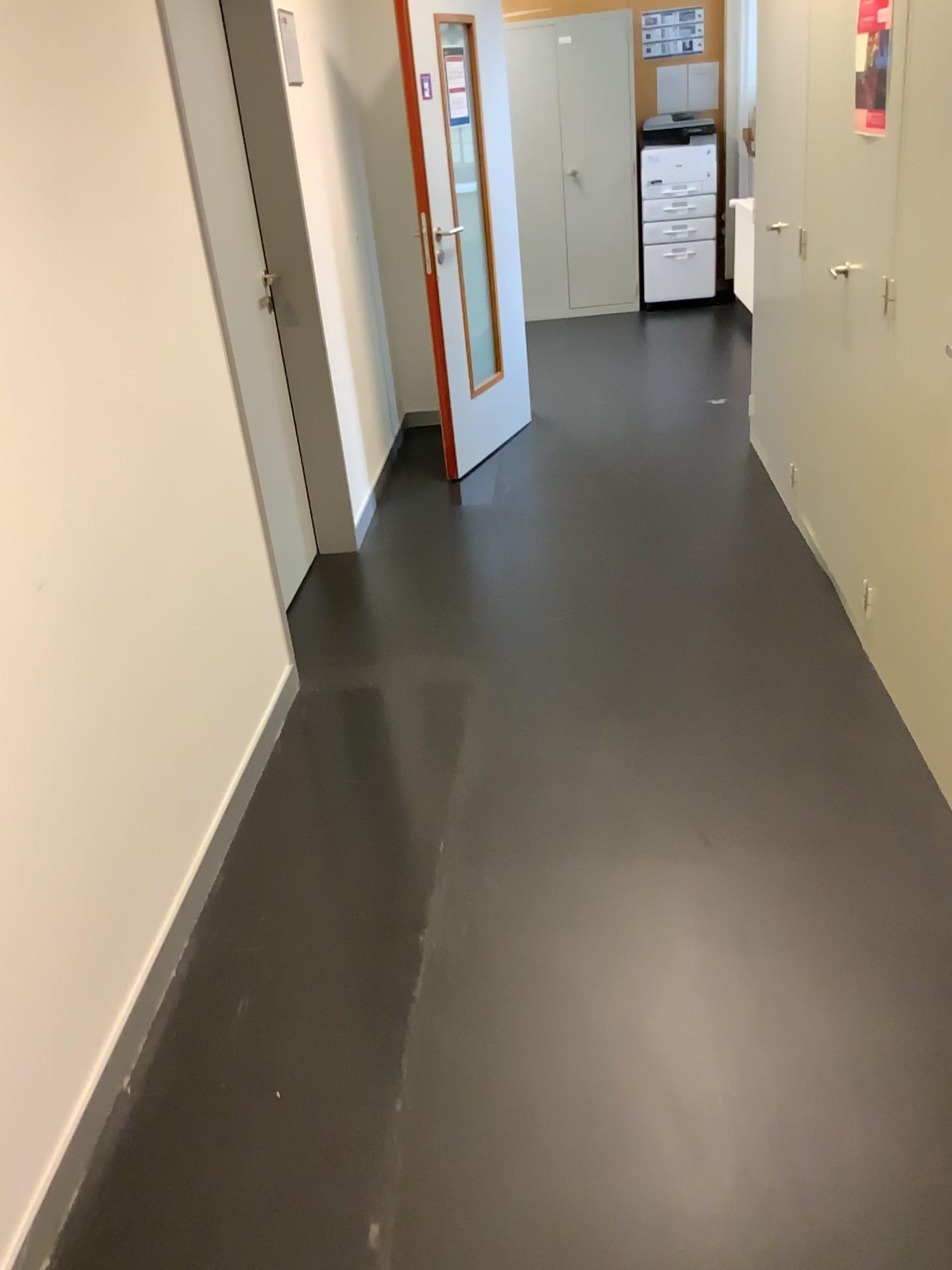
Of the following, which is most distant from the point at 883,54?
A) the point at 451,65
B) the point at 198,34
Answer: the point at 451,65

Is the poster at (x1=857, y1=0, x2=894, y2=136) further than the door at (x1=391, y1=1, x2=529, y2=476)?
No

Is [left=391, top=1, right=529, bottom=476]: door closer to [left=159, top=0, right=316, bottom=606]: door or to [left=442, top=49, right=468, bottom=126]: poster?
[left=442, top=49, right=468, bottom=126]: poster

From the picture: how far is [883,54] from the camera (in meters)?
2.31

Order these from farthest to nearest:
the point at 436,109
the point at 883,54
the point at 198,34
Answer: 1. the point at 436,109
2. the point at 198,34
3. the point at 883,54

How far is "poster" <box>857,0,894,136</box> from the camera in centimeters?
231cm

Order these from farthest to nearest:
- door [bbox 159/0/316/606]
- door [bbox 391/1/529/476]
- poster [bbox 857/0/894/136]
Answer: door [bbox 391/1/529/476] < door [bbox 159/0/316/606] < poster [bbox 857/0/894/136]

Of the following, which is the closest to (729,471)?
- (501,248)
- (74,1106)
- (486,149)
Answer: (501,248)

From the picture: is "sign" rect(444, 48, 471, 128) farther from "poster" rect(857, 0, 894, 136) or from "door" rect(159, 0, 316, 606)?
"poster" rect(857, 0, 894, 136)

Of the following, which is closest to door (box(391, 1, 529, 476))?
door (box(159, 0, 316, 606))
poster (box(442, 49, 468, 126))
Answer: poster (box(442, 49, 468, 126))
